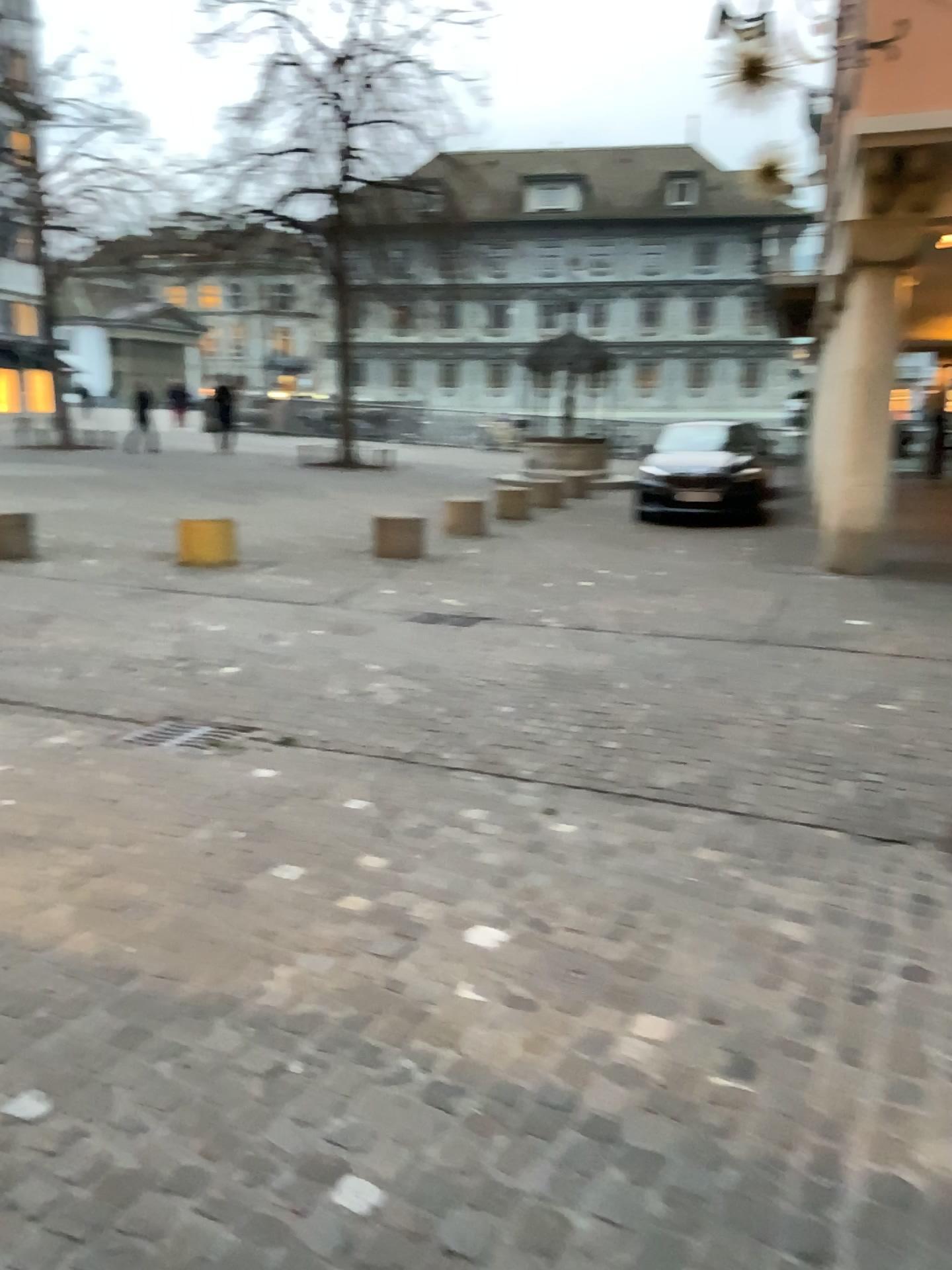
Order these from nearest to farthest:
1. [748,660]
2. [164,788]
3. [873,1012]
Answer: [873,1012] → [164,788] → [748,660]
